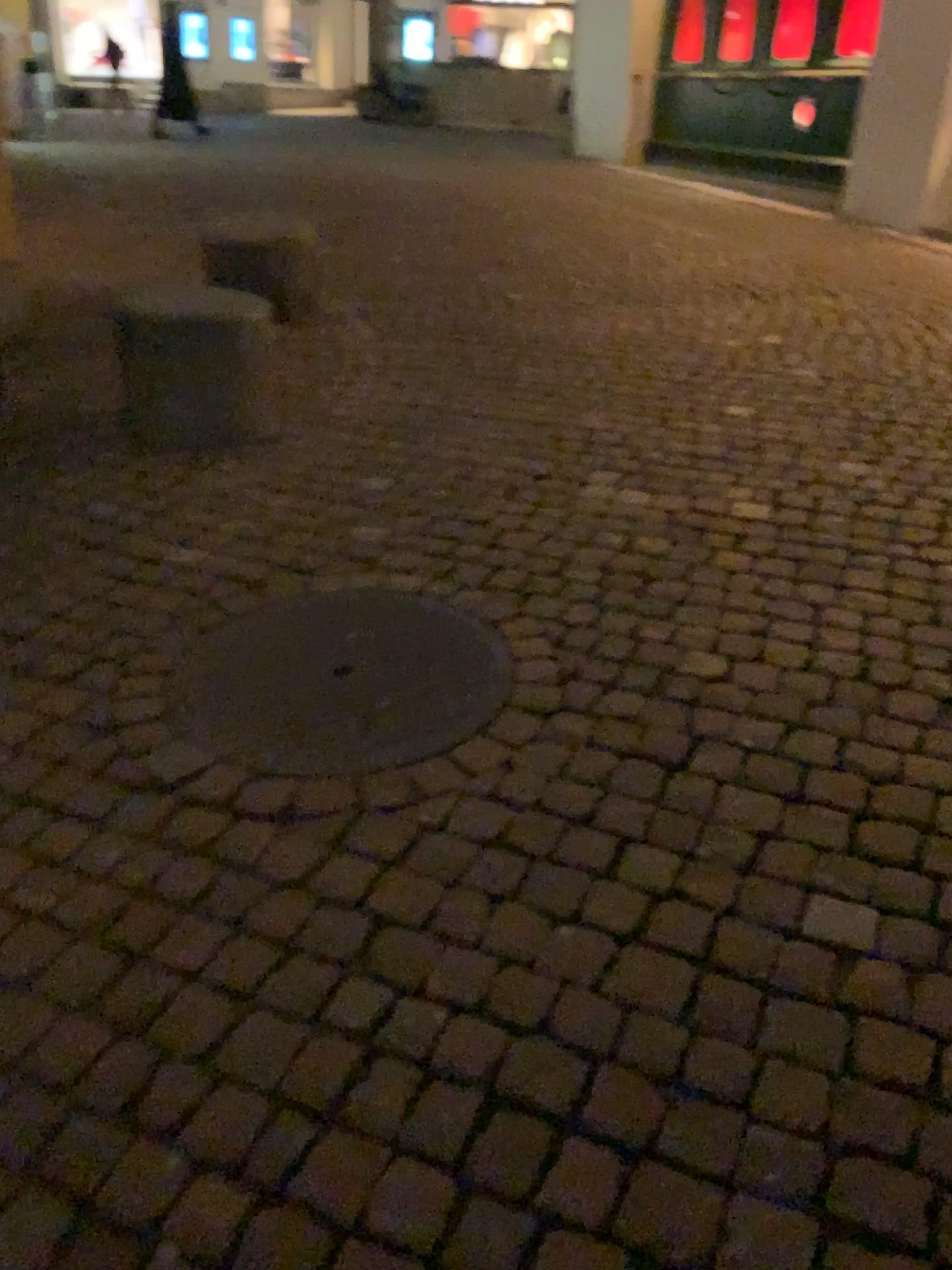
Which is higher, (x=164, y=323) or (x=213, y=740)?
(x=164, y=323)

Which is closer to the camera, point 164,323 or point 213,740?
point 213,740

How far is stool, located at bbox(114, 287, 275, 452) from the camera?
3.4m

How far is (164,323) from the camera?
3.4 meters

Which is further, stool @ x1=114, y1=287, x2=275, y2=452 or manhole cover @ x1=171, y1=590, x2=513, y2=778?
stool @ x1=114, y1=287, x2=275, y2=452

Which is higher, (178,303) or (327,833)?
(178,303)
